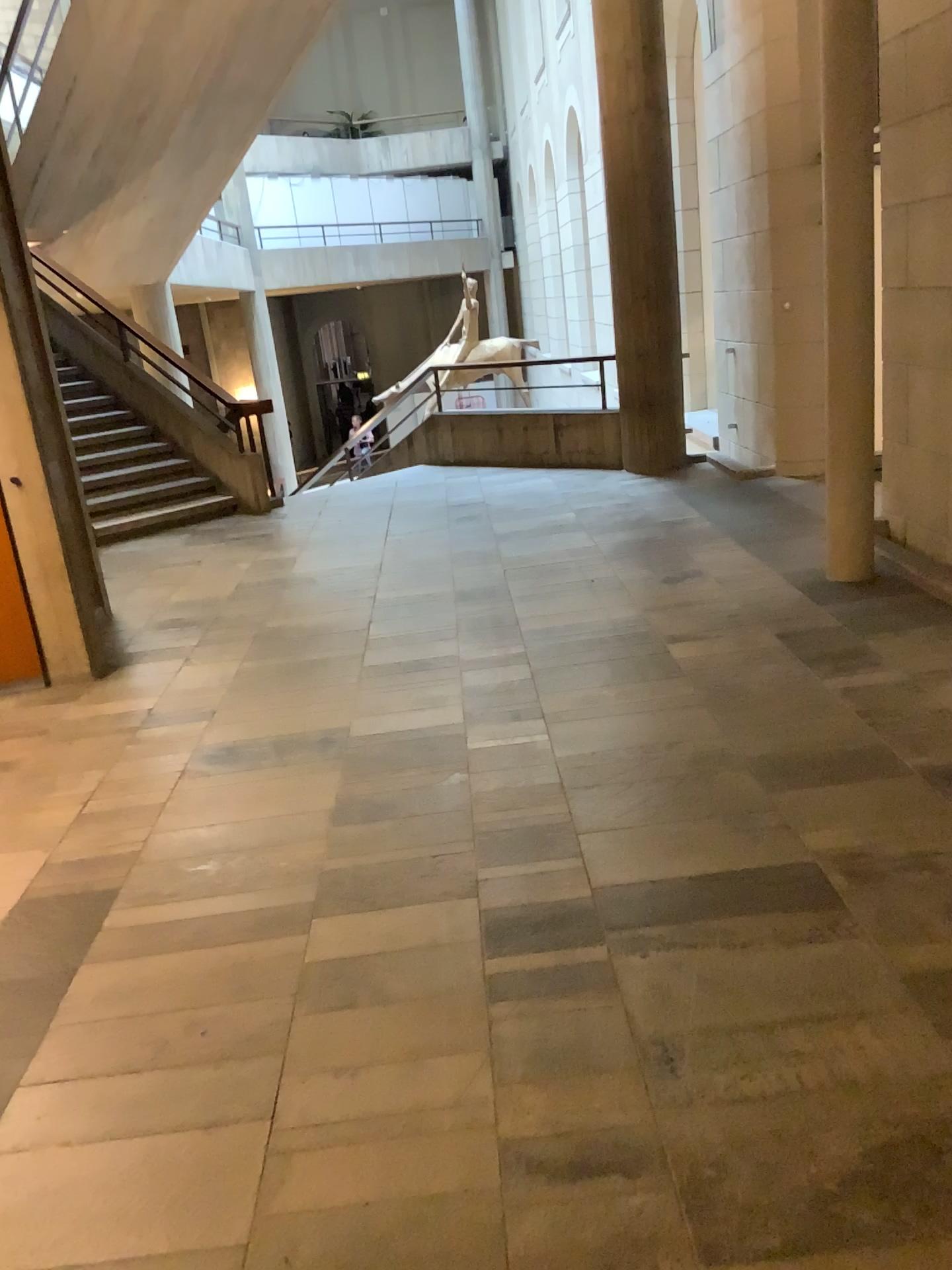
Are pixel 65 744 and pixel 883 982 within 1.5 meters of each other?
no
